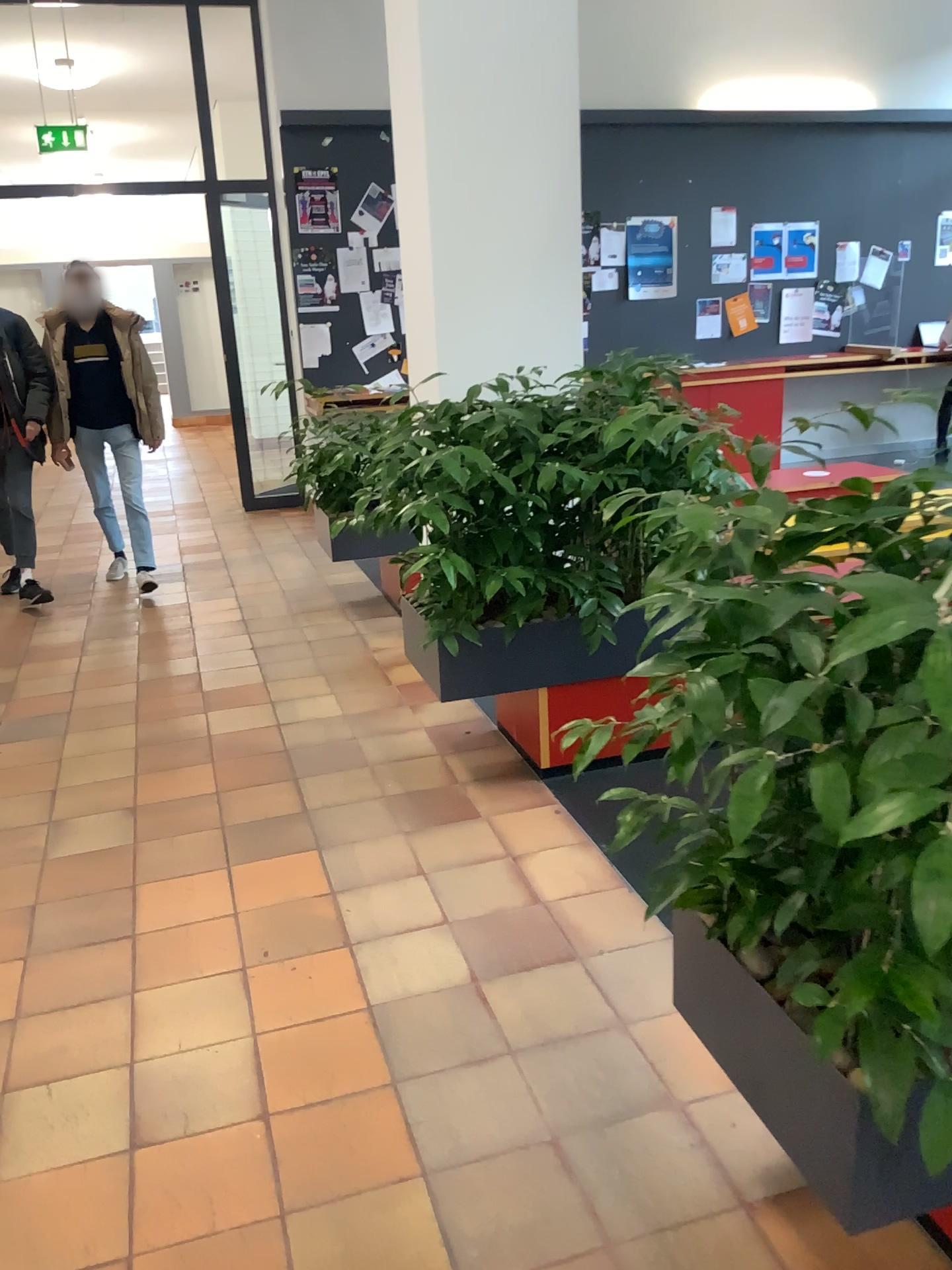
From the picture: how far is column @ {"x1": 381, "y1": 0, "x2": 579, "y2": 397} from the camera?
3.7m

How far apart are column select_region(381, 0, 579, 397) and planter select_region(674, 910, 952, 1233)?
2.7 meters

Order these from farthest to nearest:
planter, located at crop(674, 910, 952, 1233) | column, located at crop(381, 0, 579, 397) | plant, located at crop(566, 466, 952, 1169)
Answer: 1. column, located at crop(381, 0, 579, 397)
2. planter, located at crop(674, 910, 952, 1233)
3. plant, located at crop(566, 466, 952, 1169)

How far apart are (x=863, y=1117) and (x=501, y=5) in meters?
3.6

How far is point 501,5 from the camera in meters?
3.7

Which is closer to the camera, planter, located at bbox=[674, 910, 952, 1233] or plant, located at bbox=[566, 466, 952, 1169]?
plant, located at bbox=[566, 466, 952, 1169]

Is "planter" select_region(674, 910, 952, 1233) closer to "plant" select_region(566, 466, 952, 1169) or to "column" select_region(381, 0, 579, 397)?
"plant" select_region(566, 466, 952, 1169)

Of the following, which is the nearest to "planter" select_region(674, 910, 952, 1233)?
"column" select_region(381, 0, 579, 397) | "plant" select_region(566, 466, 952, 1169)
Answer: "plant" select_region(566, 466, 952, 1169)

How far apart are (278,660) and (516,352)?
1.67m

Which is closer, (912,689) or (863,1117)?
(912,689)
